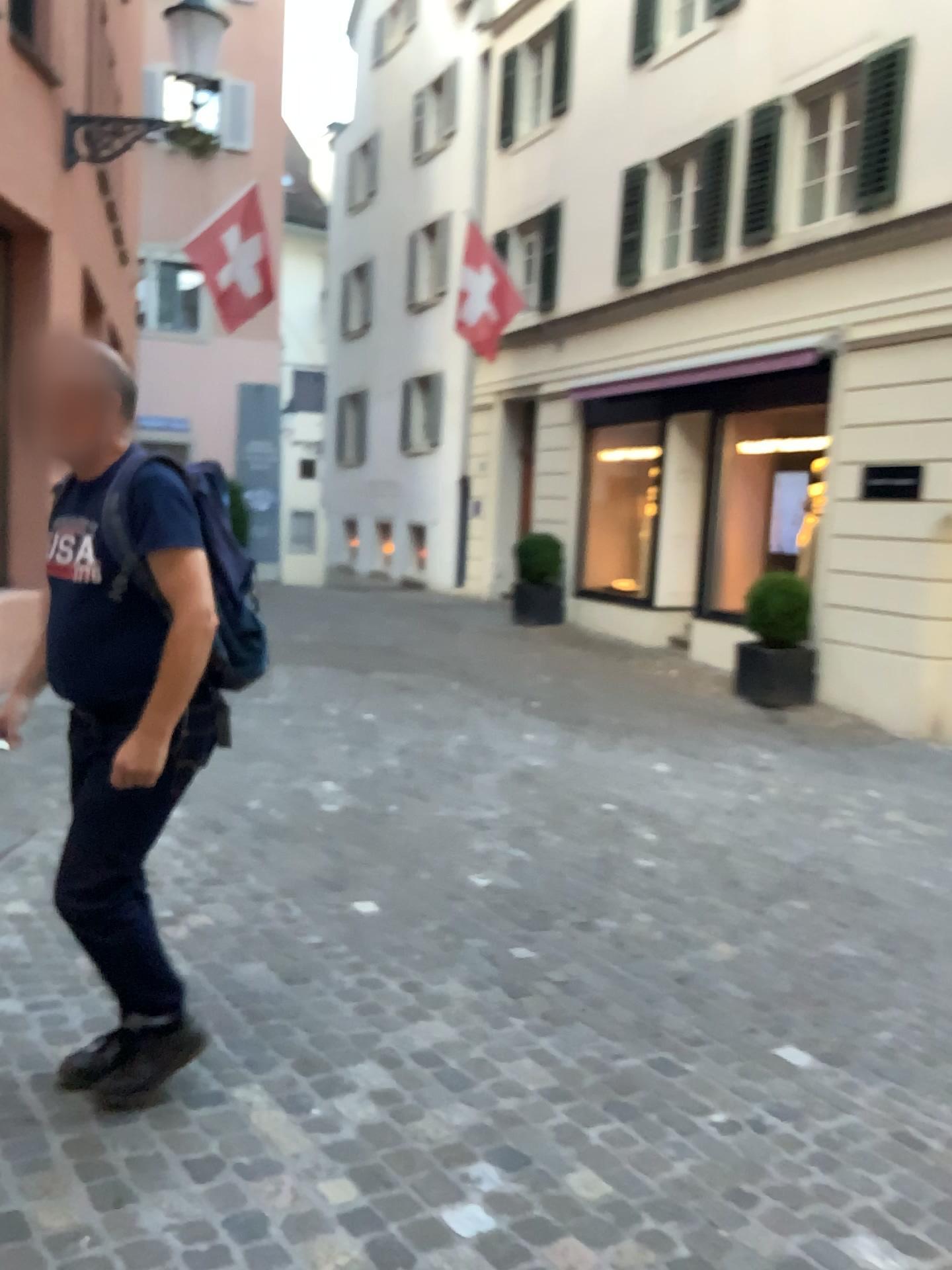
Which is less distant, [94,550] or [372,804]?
[94,550]

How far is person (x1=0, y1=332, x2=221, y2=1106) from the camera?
2.15m

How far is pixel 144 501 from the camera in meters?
2.1 m
